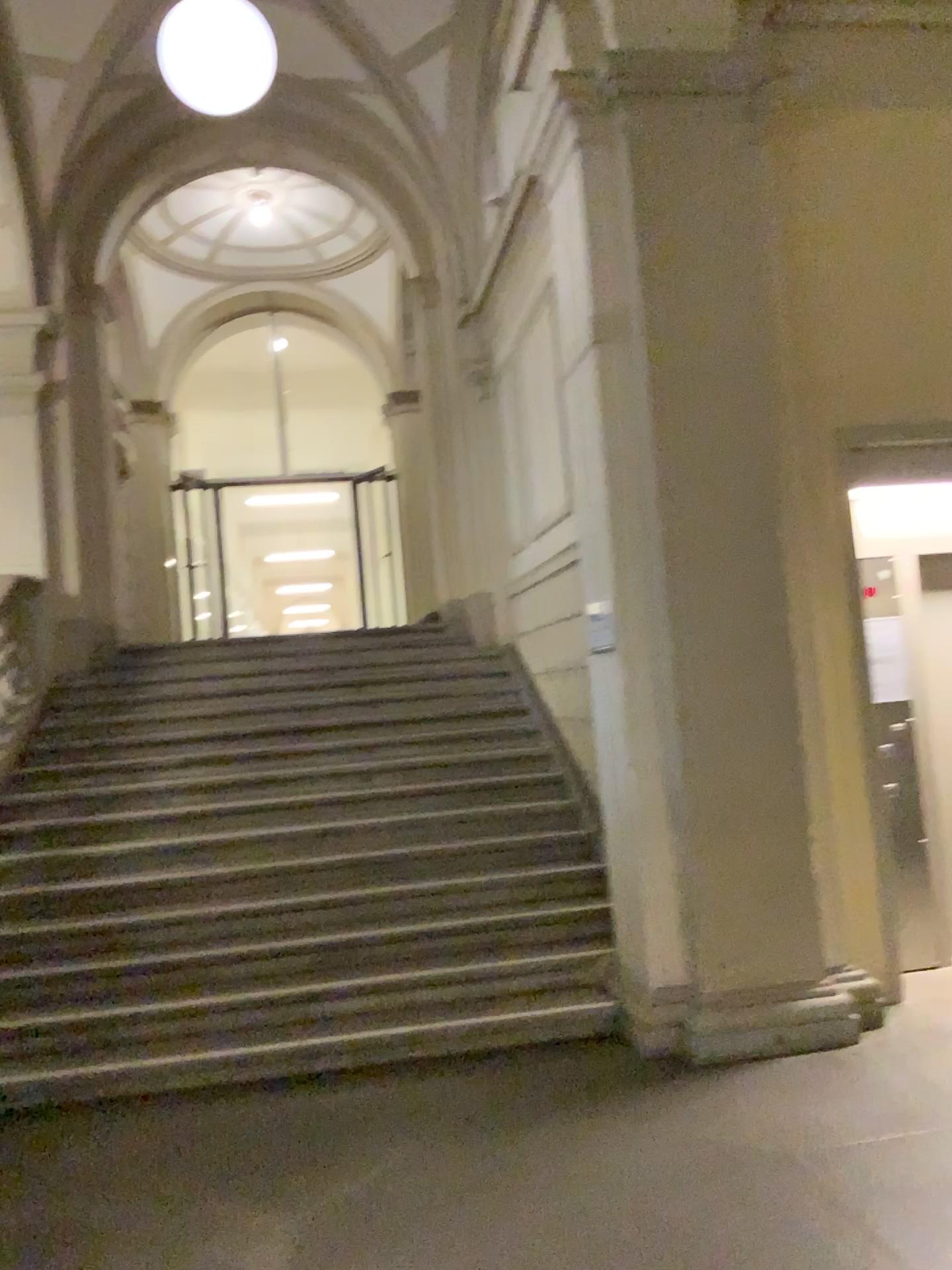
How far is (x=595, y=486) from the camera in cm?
471
